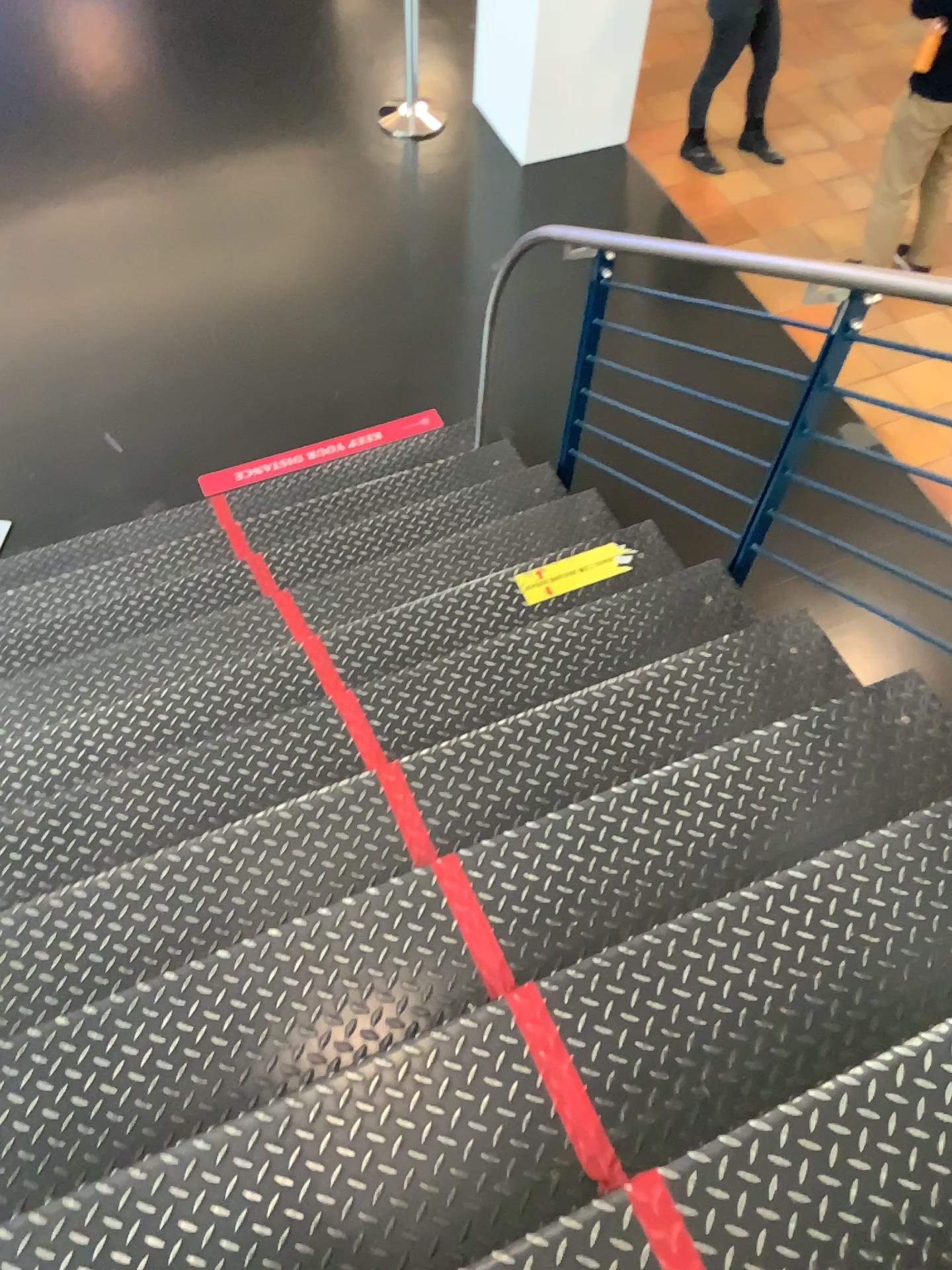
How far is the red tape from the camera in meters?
1.2 m

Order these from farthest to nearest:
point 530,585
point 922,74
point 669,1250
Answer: point 922,74
point 530,585
point 669,1250

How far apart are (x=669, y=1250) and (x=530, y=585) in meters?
1.8 m

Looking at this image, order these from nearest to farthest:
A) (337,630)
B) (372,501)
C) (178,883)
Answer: (178,883)
(337,630)
(372,501)

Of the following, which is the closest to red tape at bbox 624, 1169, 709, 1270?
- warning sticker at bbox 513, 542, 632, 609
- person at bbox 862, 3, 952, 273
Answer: warning sticker at bbox 513, 542, 632, 609

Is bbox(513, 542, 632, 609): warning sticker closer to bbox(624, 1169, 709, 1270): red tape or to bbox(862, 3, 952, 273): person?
bbox(624, 1169, 709, 1270): red tape

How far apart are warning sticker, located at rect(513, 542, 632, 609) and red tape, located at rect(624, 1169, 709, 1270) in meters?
1.6 m

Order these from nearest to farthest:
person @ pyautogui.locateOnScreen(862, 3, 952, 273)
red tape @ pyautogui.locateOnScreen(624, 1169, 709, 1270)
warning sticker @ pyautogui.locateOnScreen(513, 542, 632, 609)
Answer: red tape @ pyautogui.locateOnScreen(624, 1169, 709, 1270), warning sticker @ pyautogui.locateOnScreen(513, 542, 632, 609), person @ pyautogui.locateOnScreen(862, 3, 952, 273)

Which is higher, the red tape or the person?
the red tape

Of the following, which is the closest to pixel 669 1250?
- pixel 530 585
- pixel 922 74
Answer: pixel 530 585
